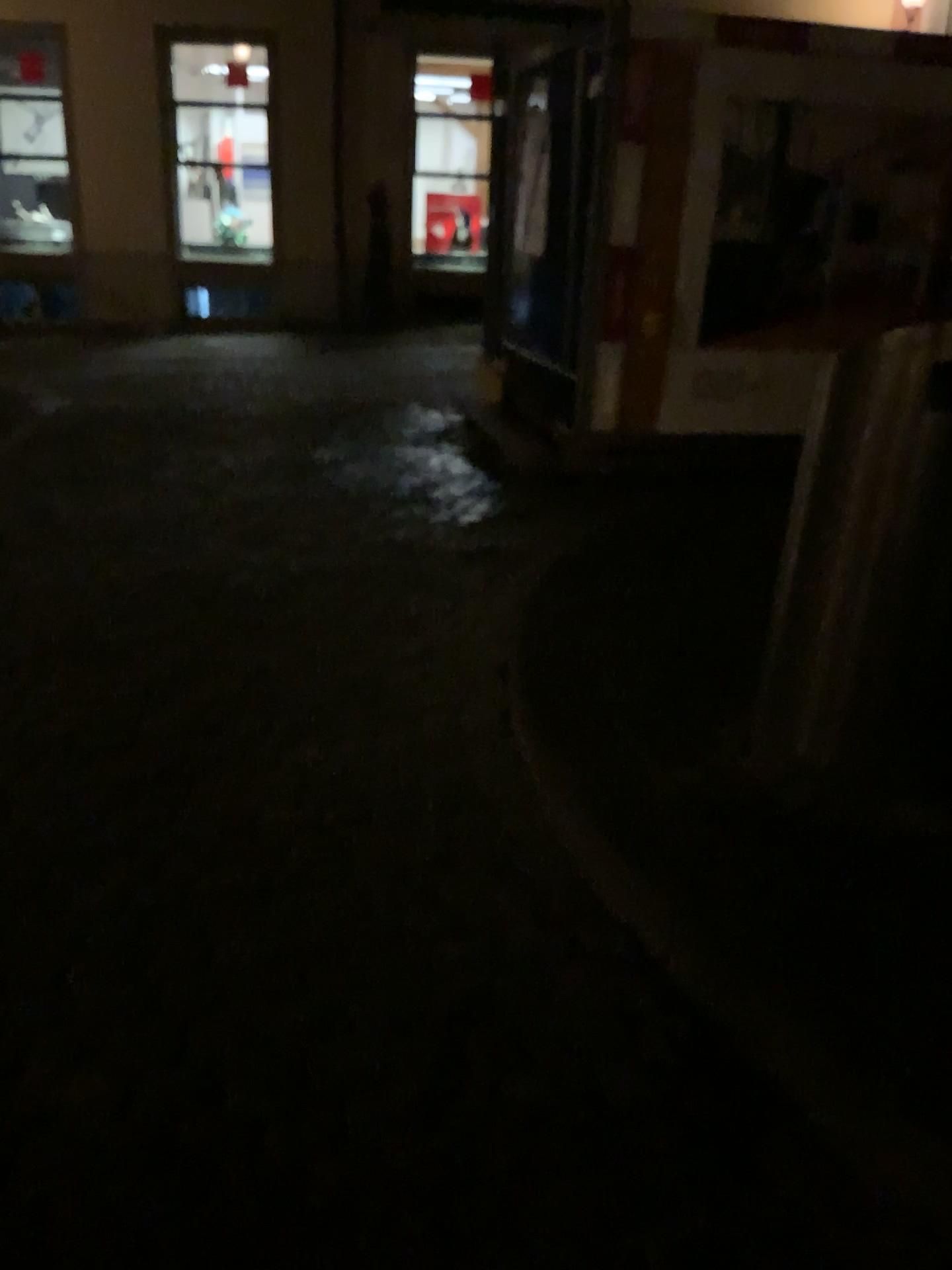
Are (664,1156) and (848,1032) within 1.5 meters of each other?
yes
